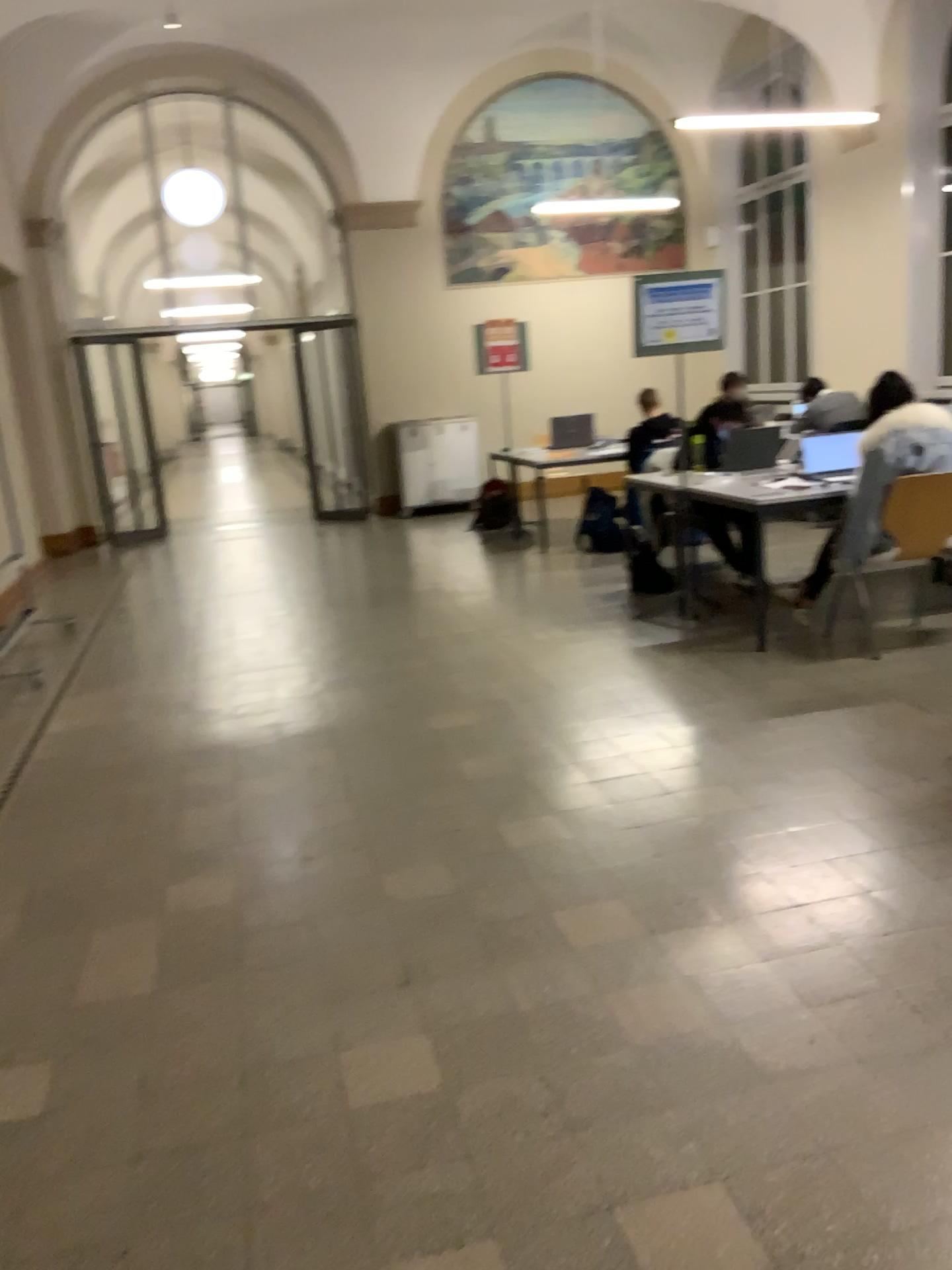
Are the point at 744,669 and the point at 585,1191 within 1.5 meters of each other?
no
